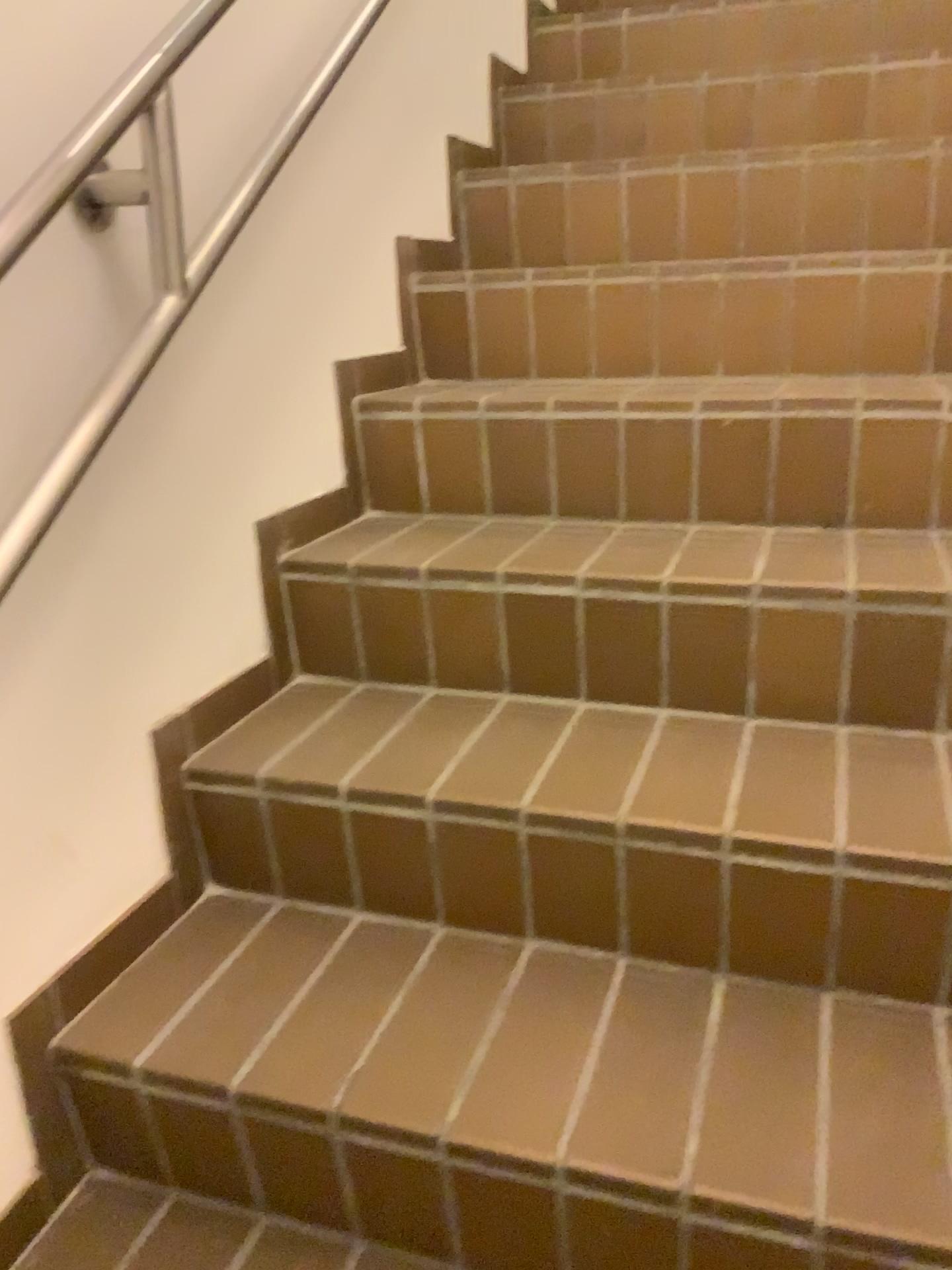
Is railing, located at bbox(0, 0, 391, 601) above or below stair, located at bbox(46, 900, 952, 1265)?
above

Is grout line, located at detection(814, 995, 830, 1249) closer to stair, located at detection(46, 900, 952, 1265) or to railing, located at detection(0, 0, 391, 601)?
stair, located at detection(46, 900, 952, 1265)

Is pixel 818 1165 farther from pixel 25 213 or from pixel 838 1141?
pixel 25 213

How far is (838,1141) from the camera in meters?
0.9 m

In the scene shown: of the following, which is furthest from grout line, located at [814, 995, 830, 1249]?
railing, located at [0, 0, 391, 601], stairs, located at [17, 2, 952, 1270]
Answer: railing, located at [0, 0, 391, 601]

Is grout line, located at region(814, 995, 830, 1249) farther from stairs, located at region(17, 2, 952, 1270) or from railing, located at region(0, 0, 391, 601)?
railing, located at region(0, 0, 391, 601)

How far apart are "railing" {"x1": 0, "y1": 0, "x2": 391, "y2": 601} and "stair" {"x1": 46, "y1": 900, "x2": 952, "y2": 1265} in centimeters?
46cm

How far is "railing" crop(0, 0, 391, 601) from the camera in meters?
1.0 m

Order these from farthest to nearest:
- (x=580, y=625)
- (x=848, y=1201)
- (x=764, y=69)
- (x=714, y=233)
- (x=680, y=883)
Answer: (x=764, y=69)
(x=714, y=233)
(x=580, y=625)
(x=680, y=883)
(x=848, y=1201)

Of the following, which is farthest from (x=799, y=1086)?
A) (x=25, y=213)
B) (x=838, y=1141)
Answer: (x=25, y=213)
